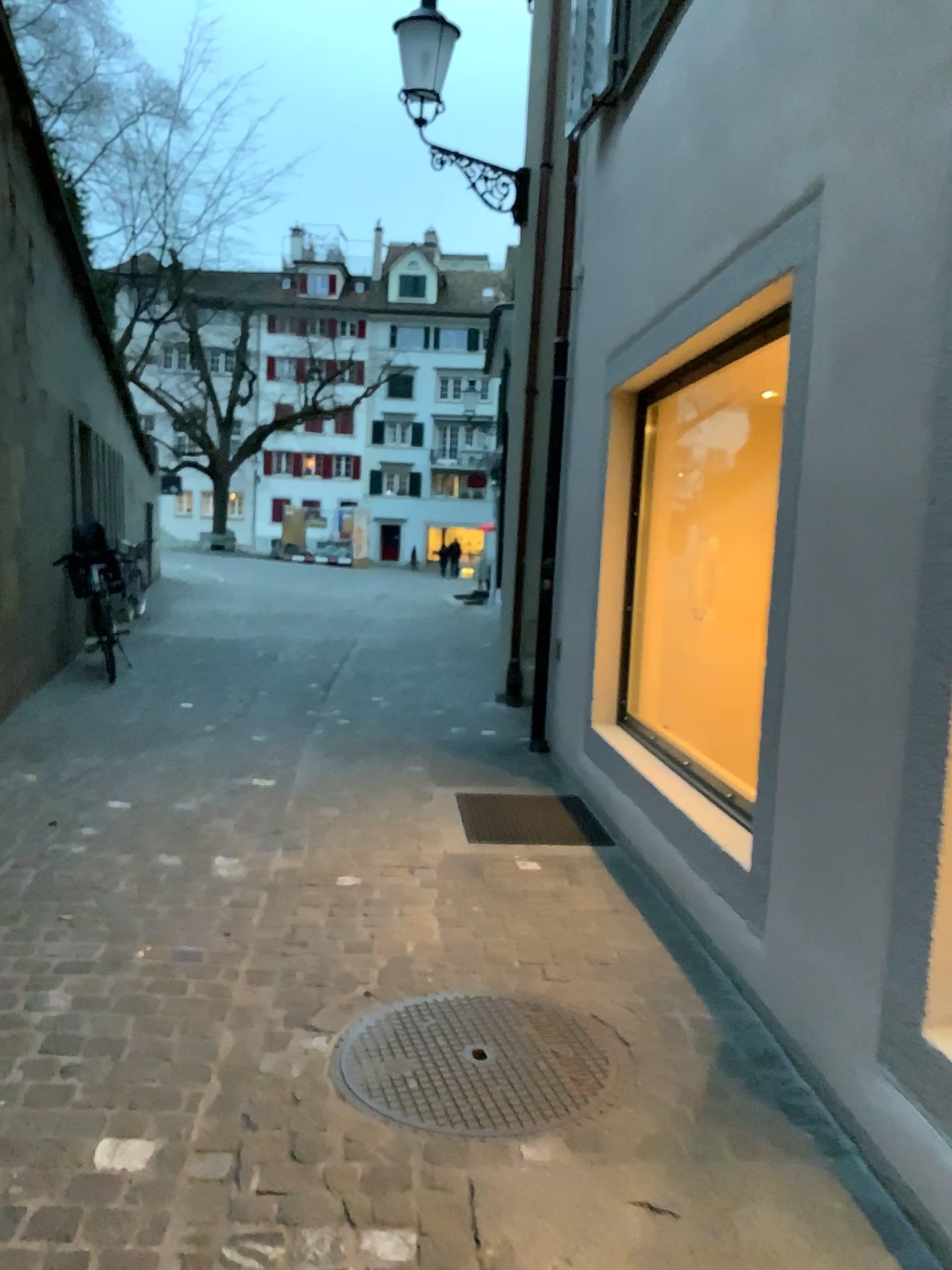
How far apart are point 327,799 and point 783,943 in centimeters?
273cm

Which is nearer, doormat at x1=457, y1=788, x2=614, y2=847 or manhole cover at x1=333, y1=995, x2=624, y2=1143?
manhole cover at x1=333, y1=995, x2=624, y2=1143

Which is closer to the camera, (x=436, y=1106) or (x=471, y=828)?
(x=436, y=1106)
